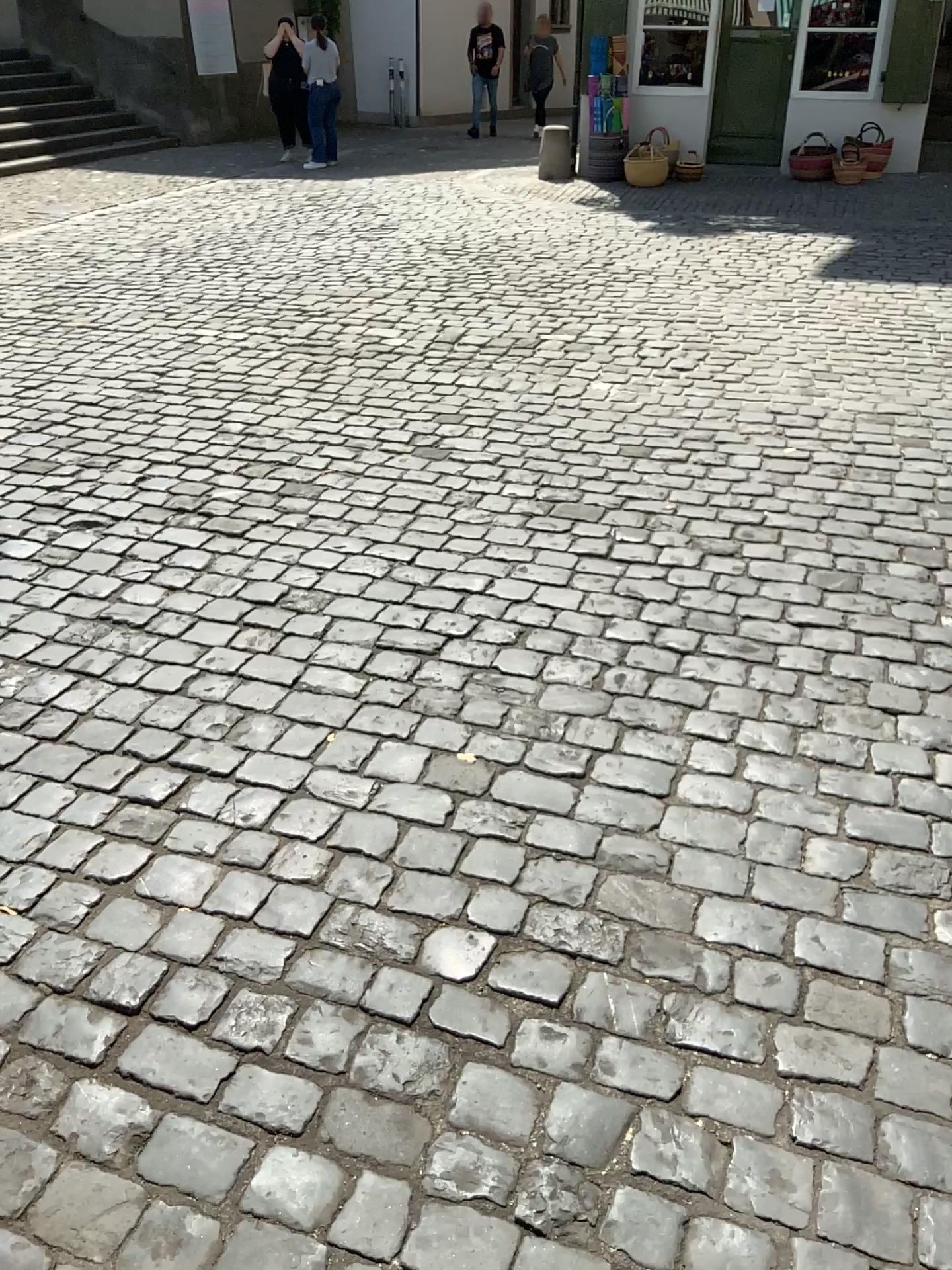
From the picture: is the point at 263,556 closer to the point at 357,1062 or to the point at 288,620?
the point at 288,620
